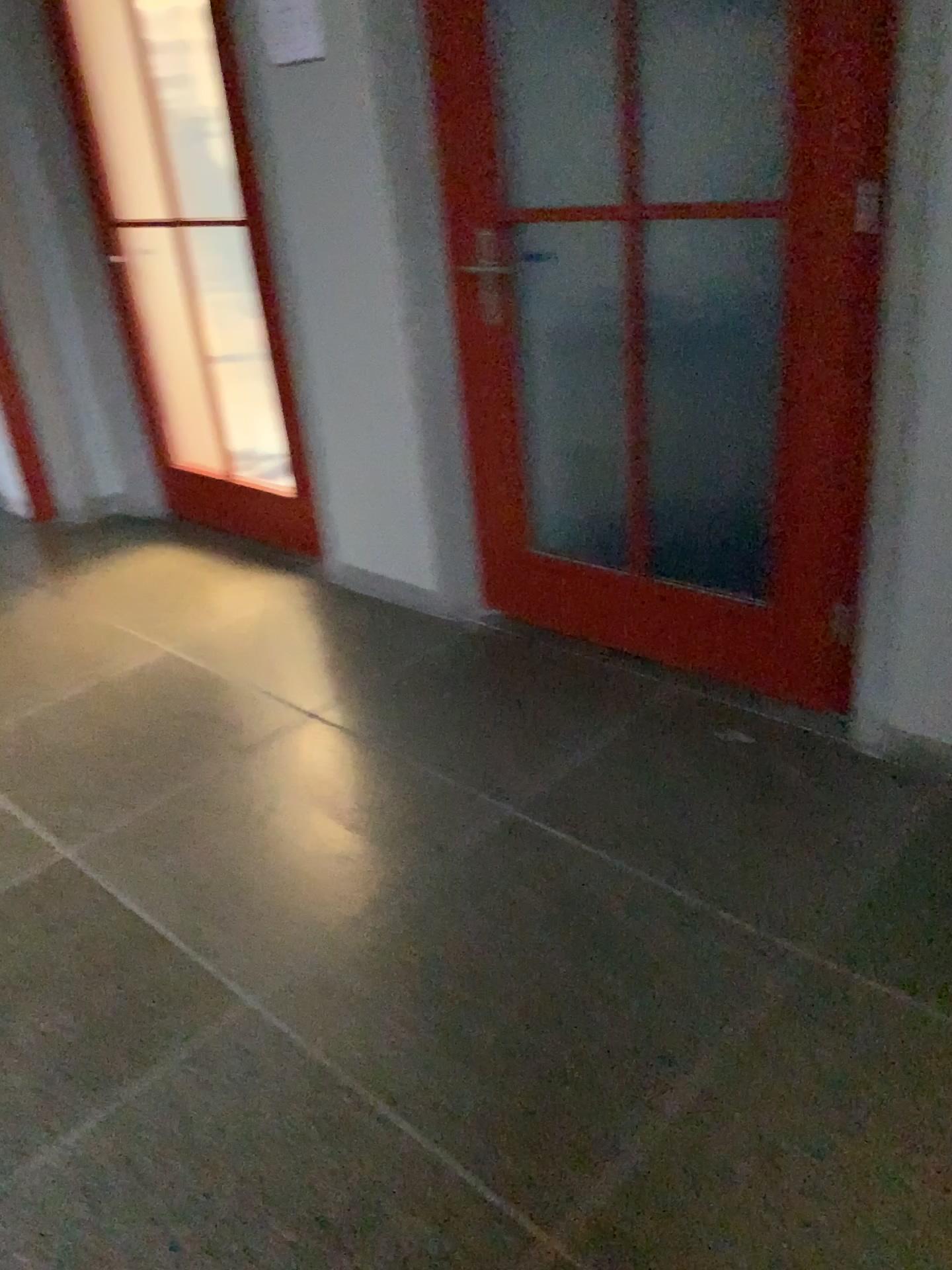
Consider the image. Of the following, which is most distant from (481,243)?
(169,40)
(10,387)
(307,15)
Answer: (10,387)

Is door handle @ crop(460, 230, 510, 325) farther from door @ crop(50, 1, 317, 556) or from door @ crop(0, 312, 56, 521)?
door @ crop(0, 312, 56, 521)

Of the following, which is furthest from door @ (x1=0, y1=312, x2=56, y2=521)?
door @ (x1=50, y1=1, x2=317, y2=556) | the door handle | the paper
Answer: the door handle

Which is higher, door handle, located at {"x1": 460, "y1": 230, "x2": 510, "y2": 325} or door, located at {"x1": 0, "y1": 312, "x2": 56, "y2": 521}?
door handle, located at {"x1": 460, "y1": 230, "x2": 510, "y2": 325}

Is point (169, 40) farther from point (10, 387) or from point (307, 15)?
point (10, 387)

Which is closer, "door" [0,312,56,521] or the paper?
Result: the paper

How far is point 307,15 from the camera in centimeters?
268cm

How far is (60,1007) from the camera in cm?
188

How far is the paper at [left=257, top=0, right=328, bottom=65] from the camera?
2.7m

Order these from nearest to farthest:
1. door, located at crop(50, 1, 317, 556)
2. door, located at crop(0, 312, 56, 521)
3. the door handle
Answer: the door handle
door, located at crop(50, 1, 317, 556)
door, located at crop(0, 312, 56, 521)
